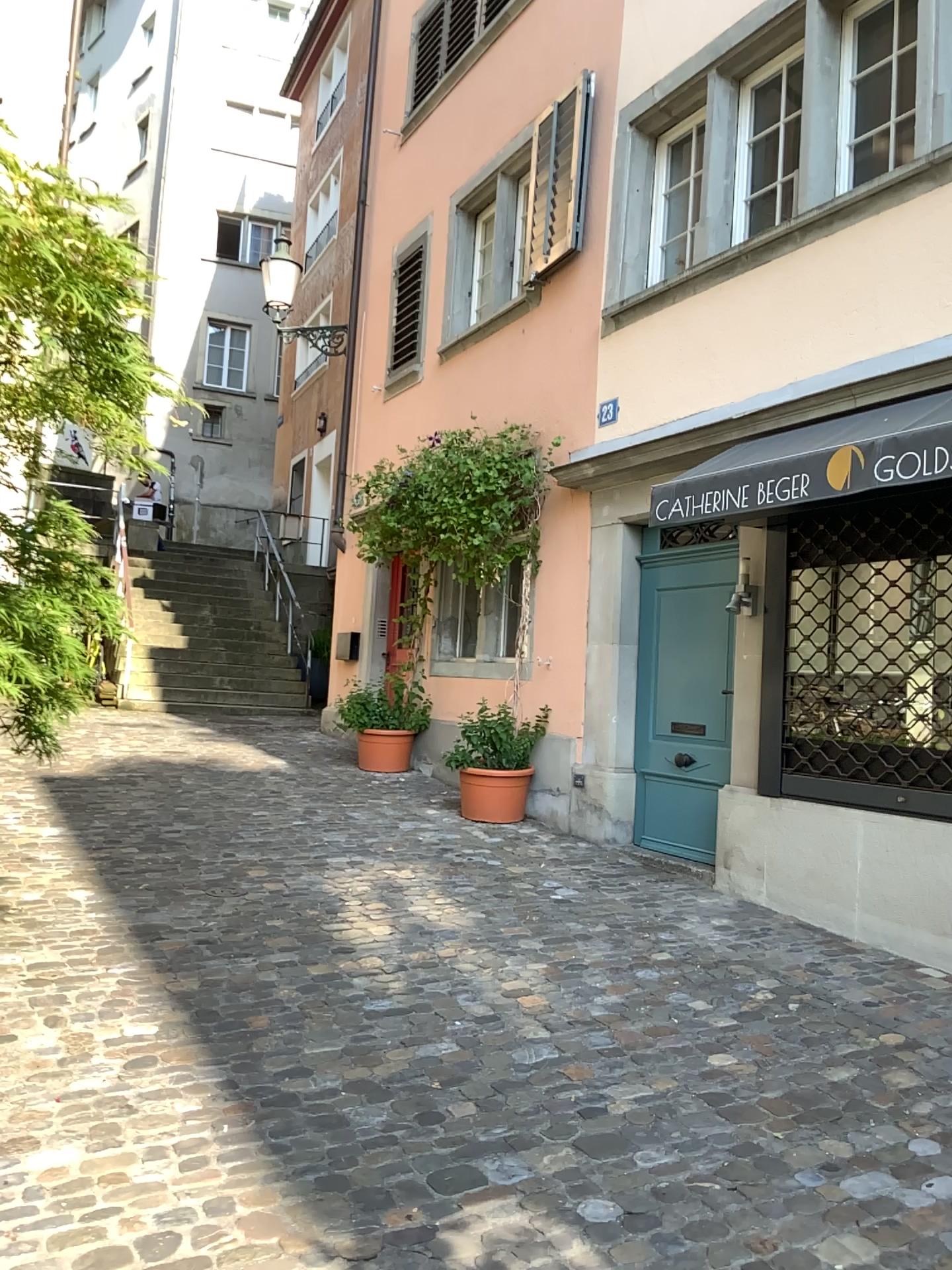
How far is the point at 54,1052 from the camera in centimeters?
316cm
